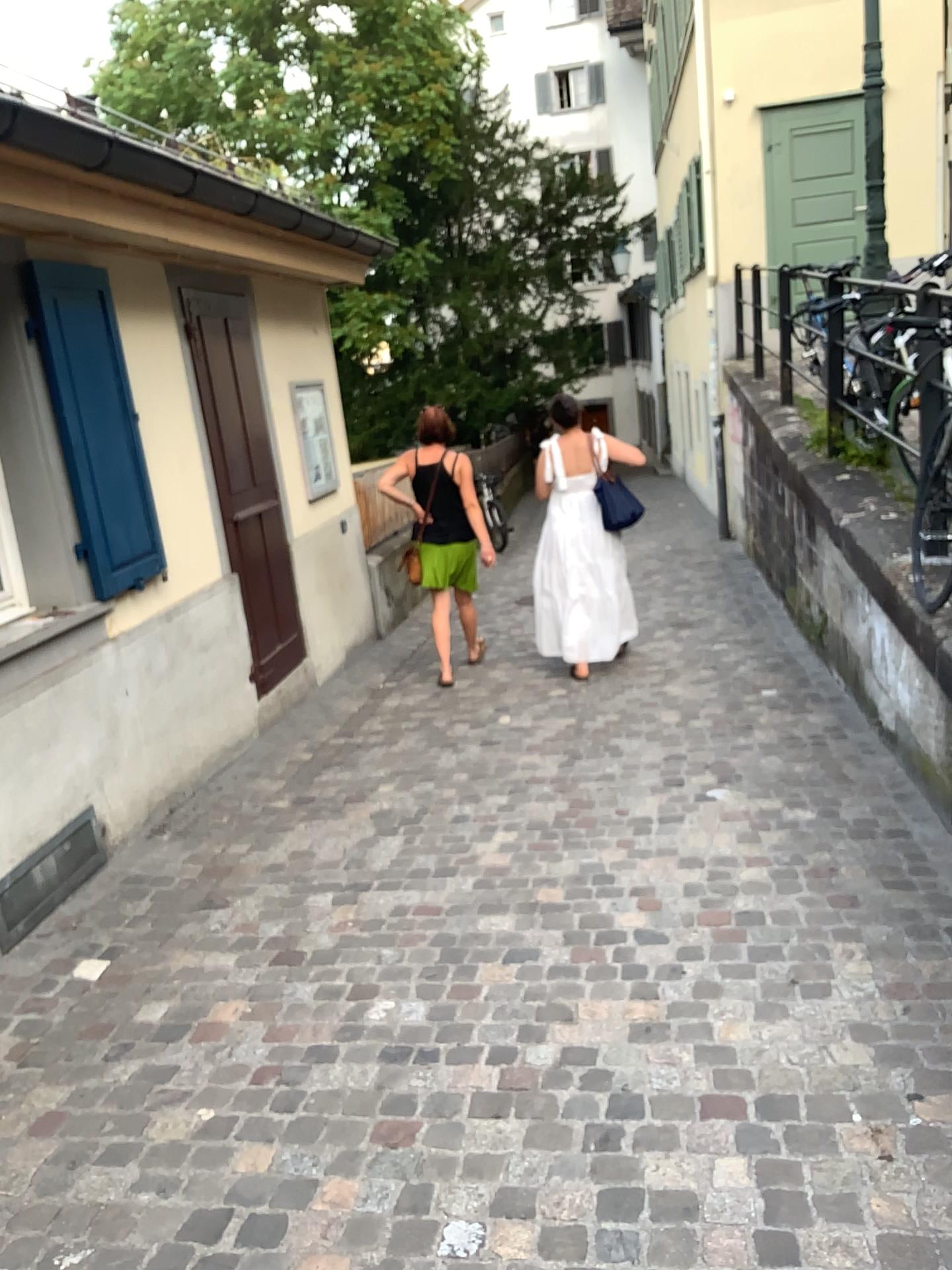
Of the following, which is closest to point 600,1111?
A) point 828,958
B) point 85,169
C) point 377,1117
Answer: point 377,1117

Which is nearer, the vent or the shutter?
the vent

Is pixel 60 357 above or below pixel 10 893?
above

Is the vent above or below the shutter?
below

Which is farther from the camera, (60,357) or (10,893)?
(60,357)
